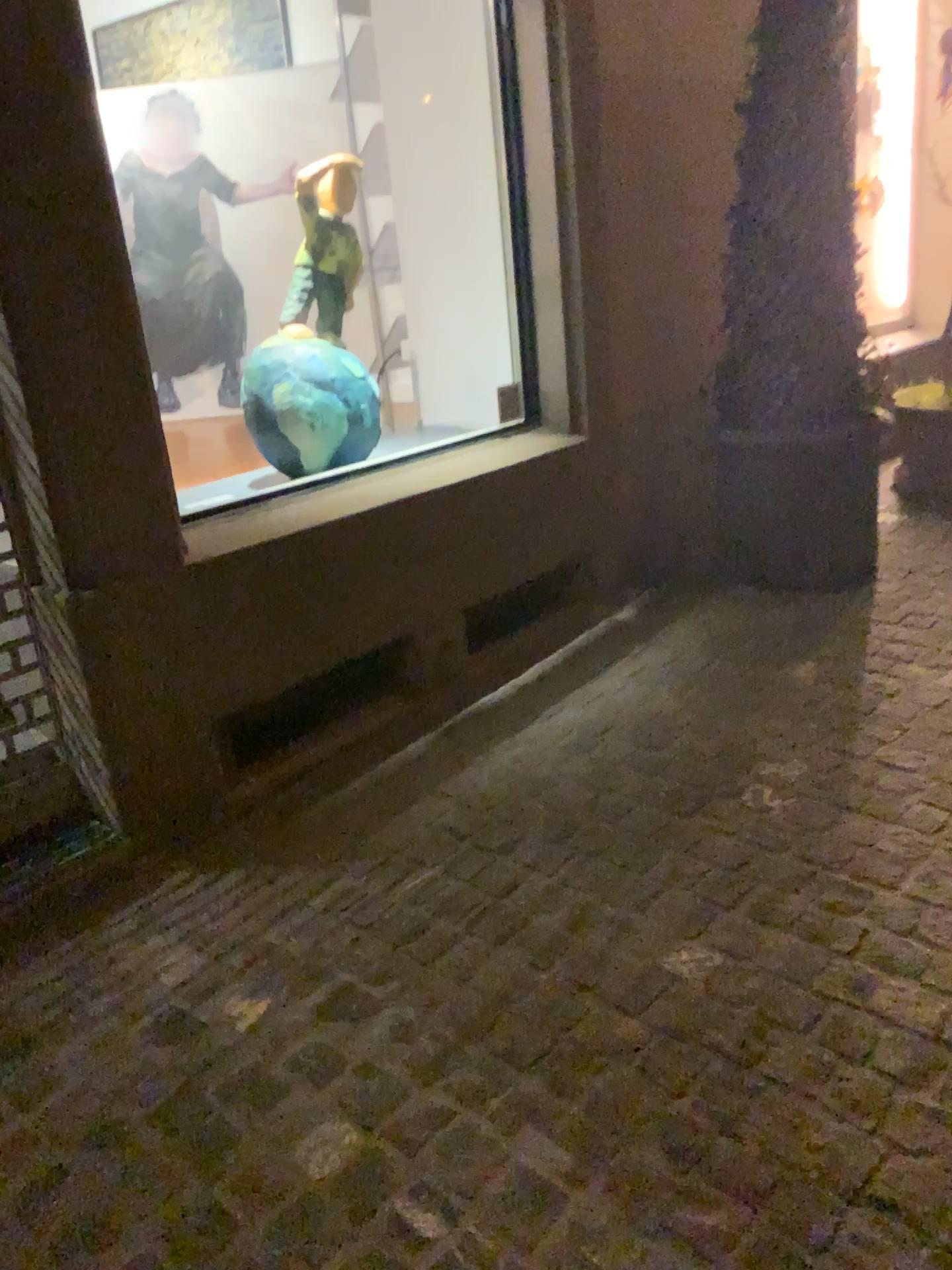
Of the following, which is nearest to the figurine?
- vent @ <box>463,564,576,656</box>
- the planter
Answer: vent @ <box>463,564,576,656</box>

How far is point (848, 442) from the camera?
3.3m

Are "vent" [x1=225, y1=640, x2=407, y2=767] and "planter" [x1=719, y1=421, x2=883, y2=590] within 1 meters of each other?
no

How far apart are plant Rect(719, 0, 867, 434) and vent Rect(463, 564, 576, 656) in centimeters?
75cm

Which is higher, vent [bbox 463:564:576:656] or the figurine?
Answer: the figurine

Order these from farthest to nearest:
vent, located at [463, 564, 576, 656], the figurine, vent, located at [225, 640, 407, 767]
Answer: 1. vent, located at [463, 564, 576, 656]
2. the figurine
3. vent, located at [225, 640, 407, 767]

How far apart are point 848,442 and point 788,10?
1.28m

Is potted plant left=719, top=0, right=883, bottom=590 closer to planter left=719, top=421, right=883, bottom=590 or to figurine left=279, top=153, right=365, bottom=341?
planter left=719, top=421, right=883, bottom=590

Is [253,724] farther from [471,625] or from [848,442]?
[848,442]

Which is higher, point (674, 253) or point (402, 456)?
point (674, 253)
